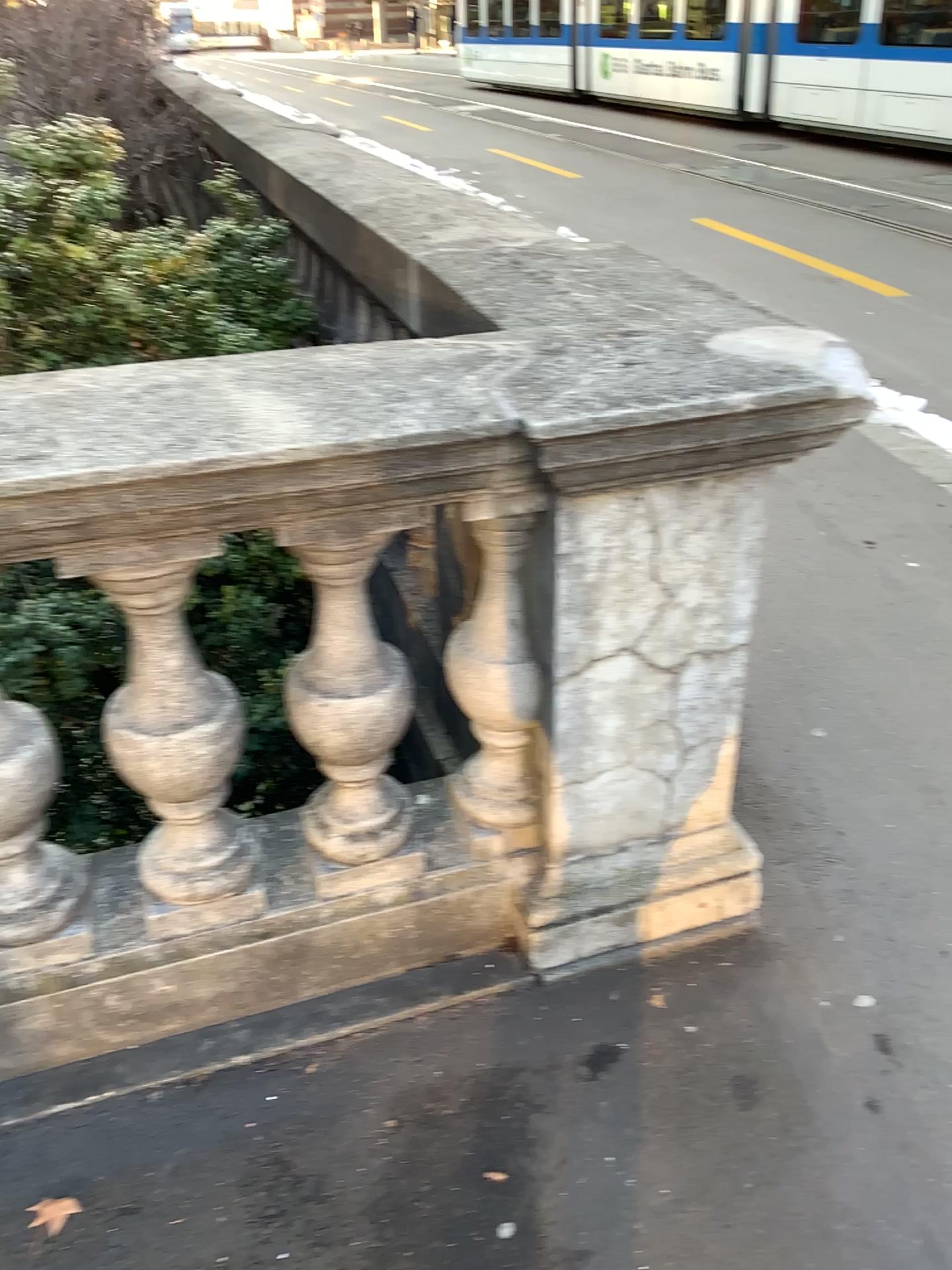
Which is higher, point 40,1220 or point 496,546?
point 496,546

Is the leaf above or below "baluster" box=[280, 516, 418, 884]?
below

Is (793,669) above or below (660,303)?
below

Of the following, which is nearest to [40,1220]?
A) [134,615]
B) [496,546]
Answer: [134,615]

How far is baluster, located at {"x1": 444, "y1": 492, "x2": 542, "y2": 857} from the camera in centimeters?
161cm

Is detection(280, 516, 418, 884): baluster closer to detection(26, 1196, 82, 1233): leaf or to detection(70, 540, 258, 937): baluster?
detection(70, 540, 258, 937): baluster

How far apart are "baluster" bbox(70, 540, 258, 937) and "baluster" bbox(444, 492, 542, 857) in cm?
36

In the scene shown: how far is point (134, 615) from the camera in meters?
1.5 m

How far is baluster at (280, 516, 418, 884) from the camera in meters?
1.5 m

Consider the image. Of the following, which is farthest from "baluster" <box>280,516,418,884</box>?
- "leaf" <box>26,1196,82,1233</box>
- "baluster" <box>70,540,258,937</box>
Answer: "leaf" <box>26,1196,82,1233</box>
